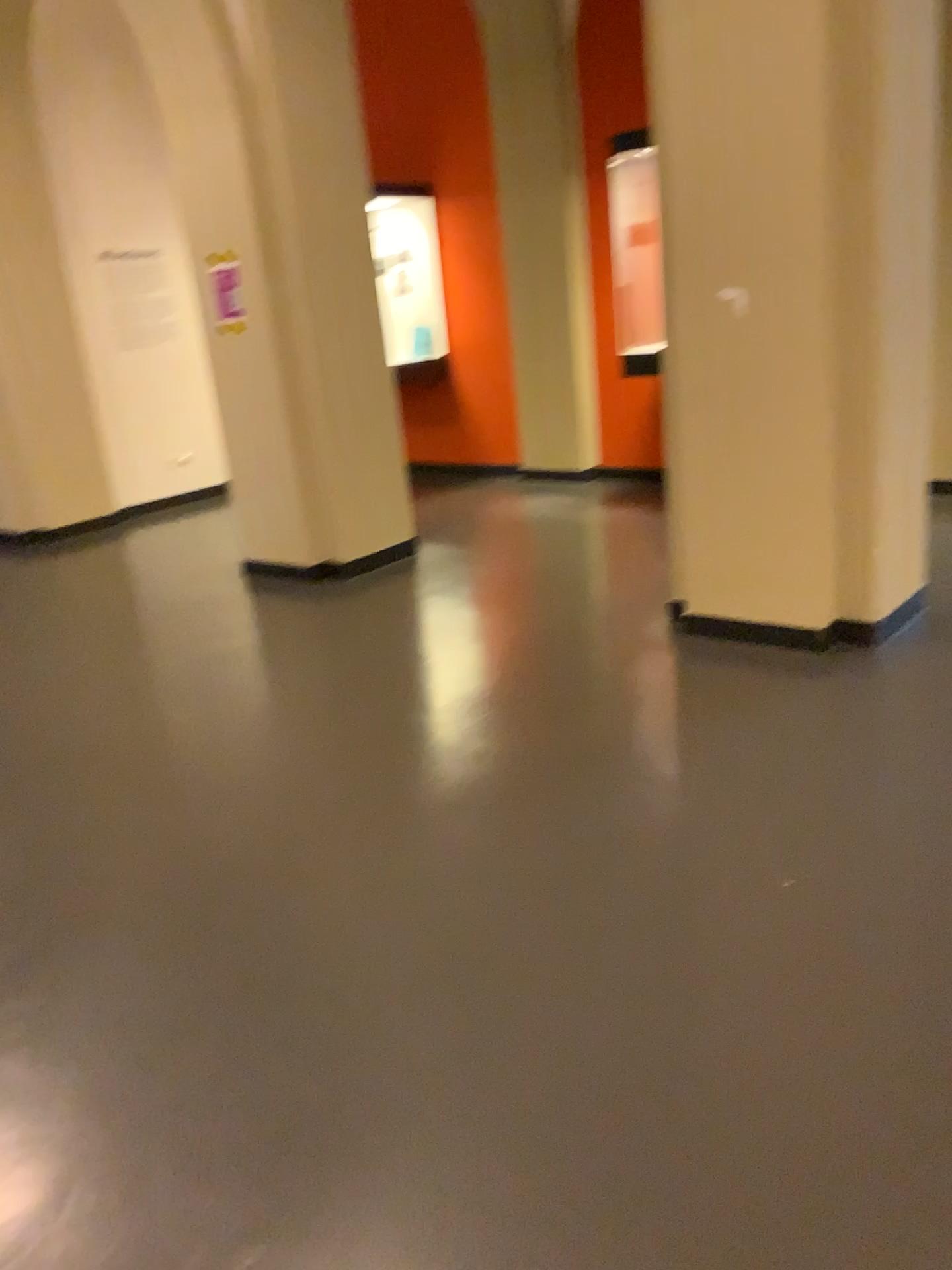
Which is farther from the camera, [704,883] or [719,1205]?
[704,883]
